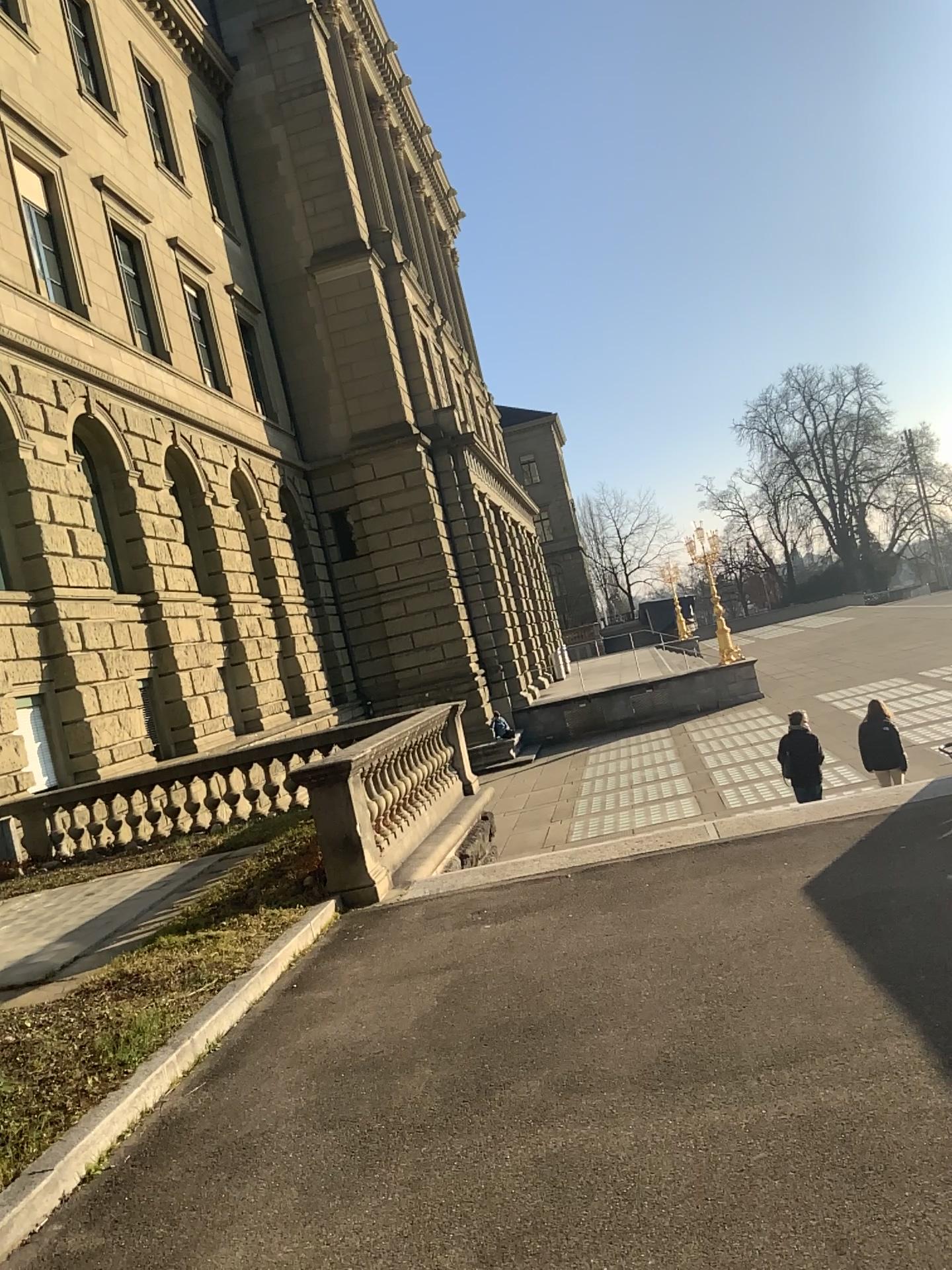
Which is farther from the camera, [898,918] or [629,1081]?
[898,918]
